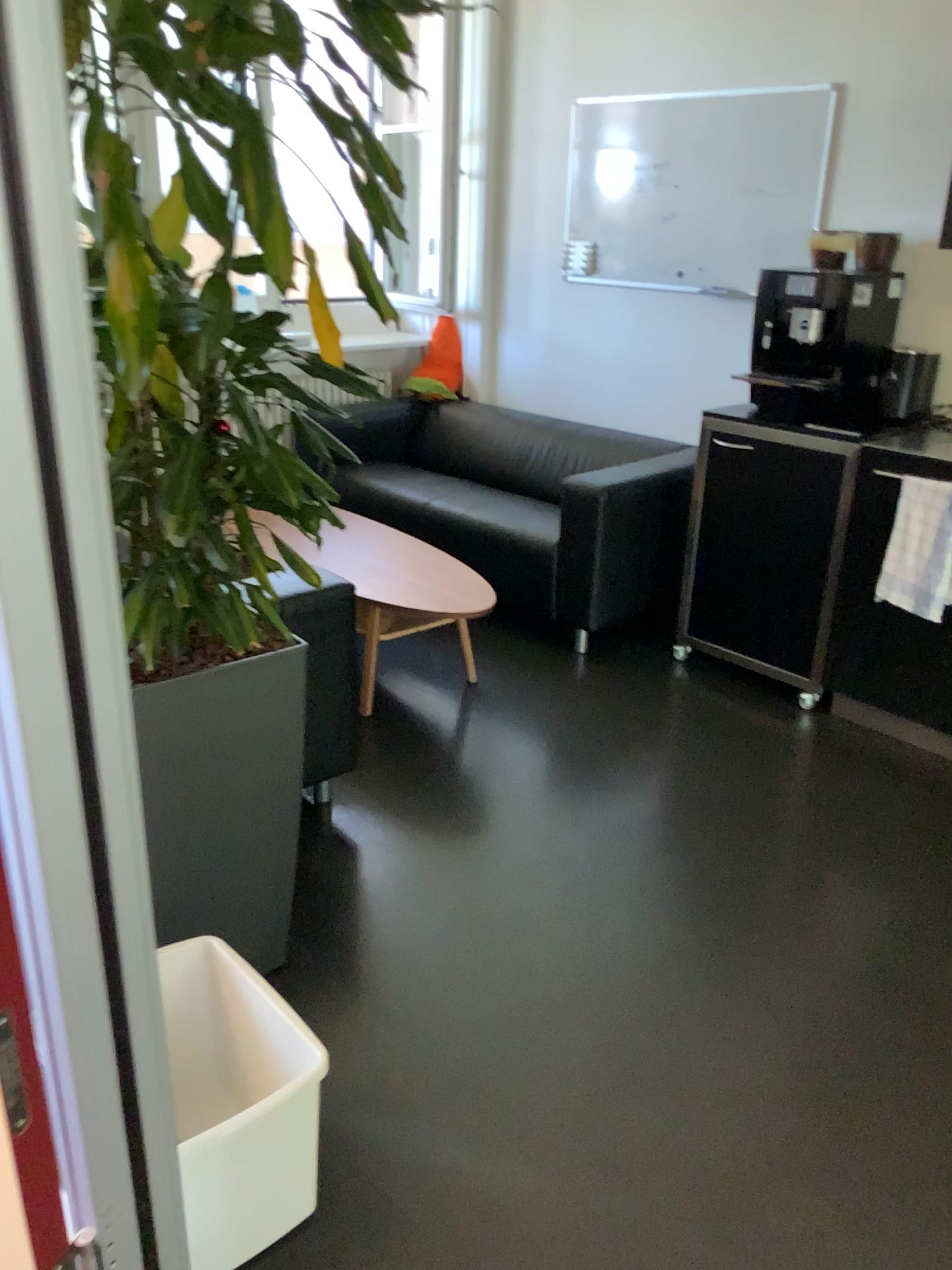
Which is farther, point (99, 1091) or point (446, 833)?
point (446, 833)

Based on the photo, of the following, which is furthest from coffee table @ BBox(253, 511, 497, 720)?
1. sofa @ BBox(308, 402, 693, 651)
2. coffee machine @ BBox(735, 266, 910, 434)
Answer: coffee machine @ BBox(735, 266, 910, 434)

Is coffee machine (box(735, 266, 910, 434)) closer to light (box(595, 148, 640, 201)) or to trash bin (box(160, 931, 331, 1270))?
light (box(595, 148, 640, 201))

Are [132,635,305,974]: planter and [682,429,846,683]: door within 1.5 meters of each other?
no

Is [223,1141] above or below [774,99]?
below

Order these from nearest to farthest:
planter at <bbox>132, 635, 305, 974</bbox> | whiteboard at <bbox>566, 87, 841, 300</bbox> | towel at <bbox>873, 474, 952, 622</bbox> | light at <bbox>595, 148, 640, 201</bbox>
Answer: planter at <bbox>132, 635, 305, 974</bbox>
towel at <bbox>873, 474, 952, 622</bbox>
whiteboard at <bbox>566, 87, 841, 300</bbox>
light at <bbox>595, 148, 640, 201</bbox>

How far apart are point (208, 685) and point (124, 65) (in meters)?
1.00

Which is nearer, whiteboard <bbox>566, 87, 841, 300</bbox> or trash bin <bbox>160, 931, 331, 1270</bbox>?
trash bin <bbox>160, 931, 331, 1270</bbox>

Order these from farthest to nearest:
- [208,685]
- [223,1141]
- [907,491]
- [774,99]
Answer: [774,99] → [907,491] → [208,685] → [223,1141]

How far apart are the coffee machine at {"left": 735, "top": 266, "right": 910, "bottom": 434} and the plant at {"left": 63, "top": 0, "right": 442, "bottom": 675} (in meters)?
1.95
